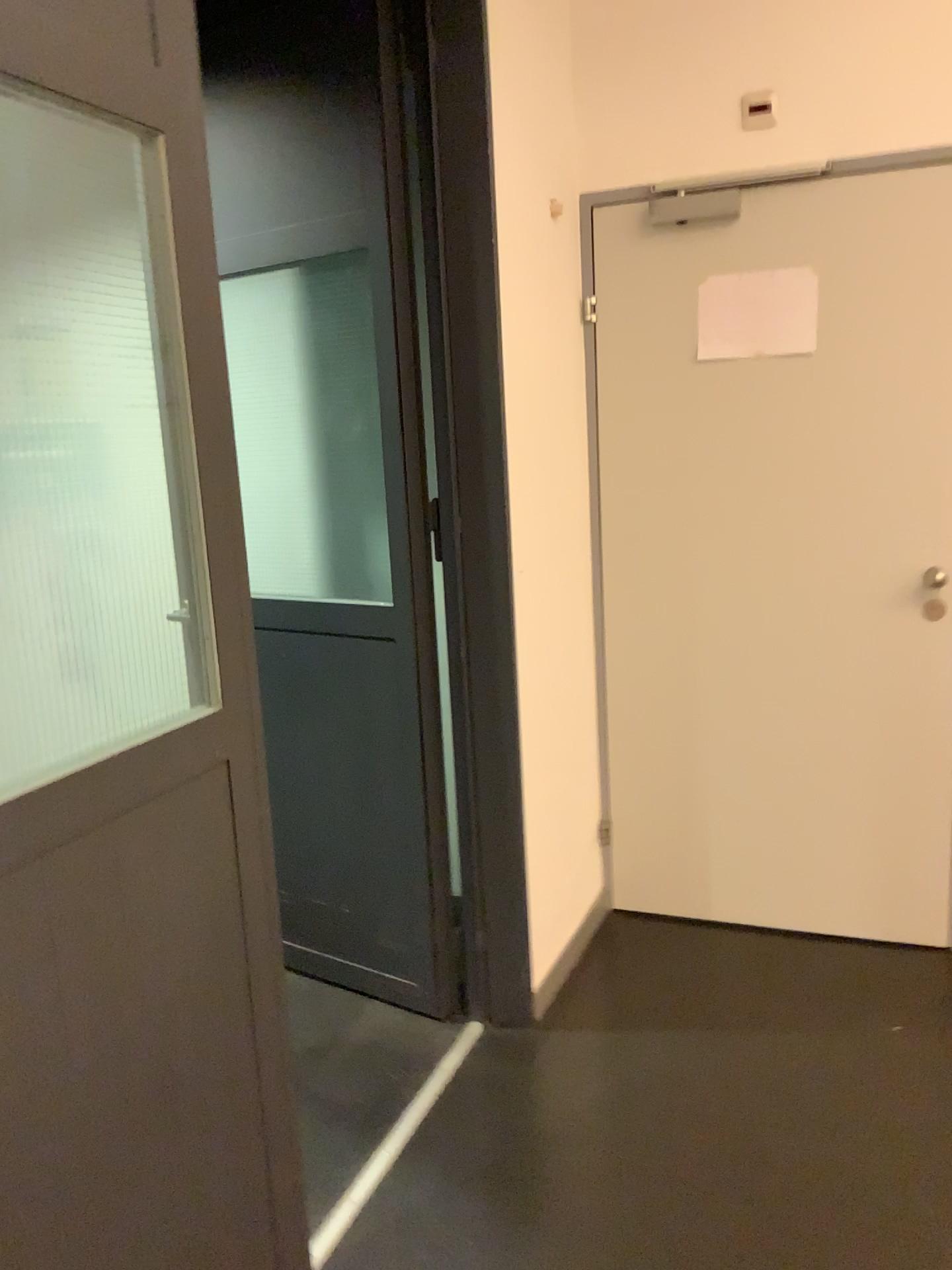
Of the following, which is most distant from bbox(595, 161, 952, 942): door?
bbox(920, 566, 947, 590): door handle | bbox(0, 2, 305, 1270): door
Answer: bbox(0, 2, 305, 1270): door

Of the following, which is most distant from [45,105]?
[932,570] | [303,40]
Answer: [932,570]

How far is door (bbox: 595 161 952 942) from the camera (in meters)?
2.64

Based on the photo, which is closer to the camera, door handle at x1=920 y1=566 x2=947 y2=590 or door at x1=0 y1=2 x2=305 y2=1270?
door at x1=0 y1=2 x2=305 y2=1270

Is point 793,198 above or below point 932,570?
above

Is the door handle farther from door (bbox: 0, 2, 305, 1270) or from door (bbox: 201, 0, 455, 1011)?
door (bbox: 0, 2, 305, 1270)

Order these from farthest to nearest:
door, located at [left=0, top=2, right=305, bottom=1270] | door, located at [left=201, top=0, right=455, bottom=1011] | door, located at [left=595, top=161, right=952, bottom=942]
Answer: door, located at [left=595, top=161, right=952, bottom=942] < door, located at [left=201, top=0, right=455, bottom=1011] < door, located at [left=0, top=2, right=305, bottom=1270]

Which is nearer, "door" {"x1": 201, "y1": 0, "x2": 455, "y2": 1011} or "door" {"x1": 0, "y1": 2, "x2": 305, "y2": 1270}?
"door" {"x1": 0, "y1": 2, "x2": 305, "y2": 1270}

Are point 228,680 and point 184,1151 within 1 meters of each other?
yes

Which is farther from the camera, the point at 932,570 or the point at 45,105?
the point at 932,570
